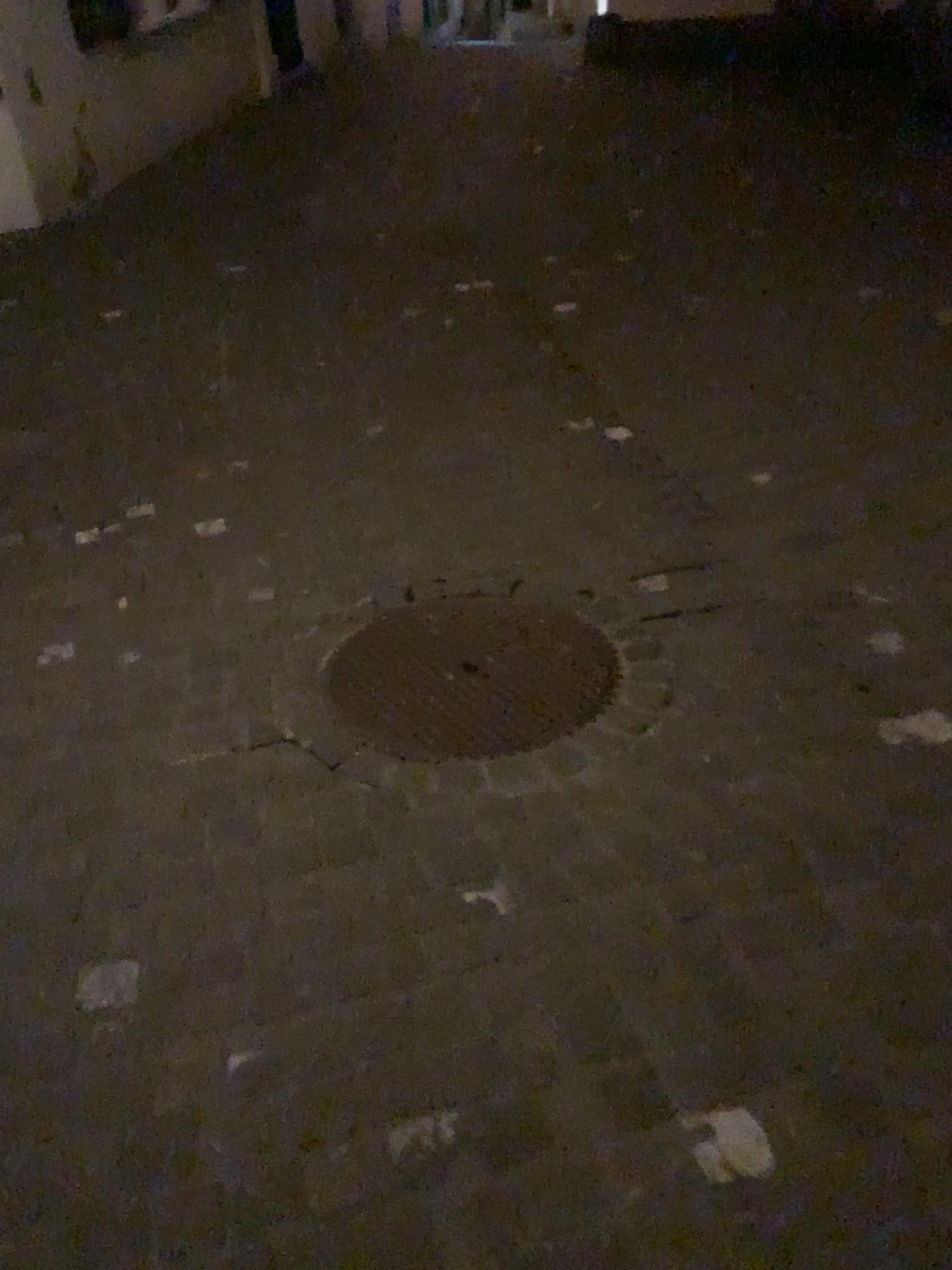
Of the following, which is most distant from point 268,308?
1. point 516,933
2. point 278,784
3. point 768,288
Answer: point 516,933
